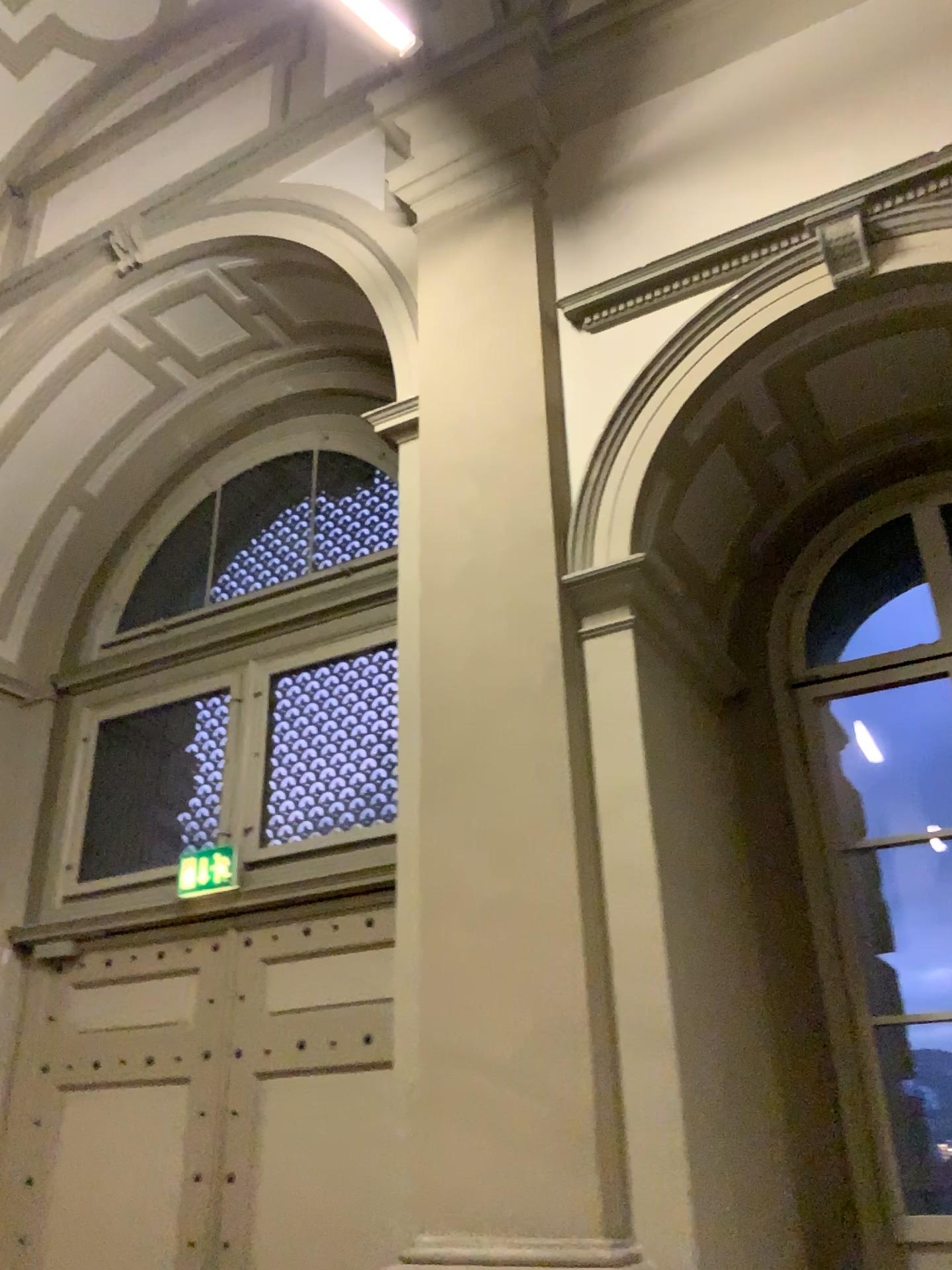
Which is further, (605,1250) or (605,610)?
(605,610)

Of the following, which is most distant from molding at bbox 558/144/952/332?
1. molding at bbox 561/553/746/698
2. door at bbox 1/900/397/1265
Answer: door at bbox 1/900/397/1265

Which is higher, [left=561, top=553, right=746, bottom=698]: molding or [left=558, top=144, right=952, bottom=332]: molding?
[left=558, top=144, right=952, bottom=332]: molding

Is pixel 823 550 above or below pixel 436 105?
below

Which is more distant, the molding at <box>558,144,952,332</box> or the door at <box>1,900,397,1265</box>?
the door at <box>1,900,397,1265</box>

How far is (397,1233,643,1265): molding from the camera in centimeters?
260cm

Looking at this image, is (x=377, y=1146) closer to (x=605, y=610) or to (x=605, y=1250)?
(x=605, y=1250)

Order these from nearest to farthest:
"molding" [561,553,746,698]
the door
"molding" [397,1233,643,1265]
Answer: "molding" [397,1233,643,1265]
"molding" [561,553,746,698]
the door

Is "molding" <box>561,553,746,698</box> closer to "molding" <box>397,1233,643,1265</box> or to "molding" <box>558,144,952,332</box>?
"molding" <box>558,144,952,332</box>

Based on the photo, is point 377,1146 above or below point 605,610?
below
